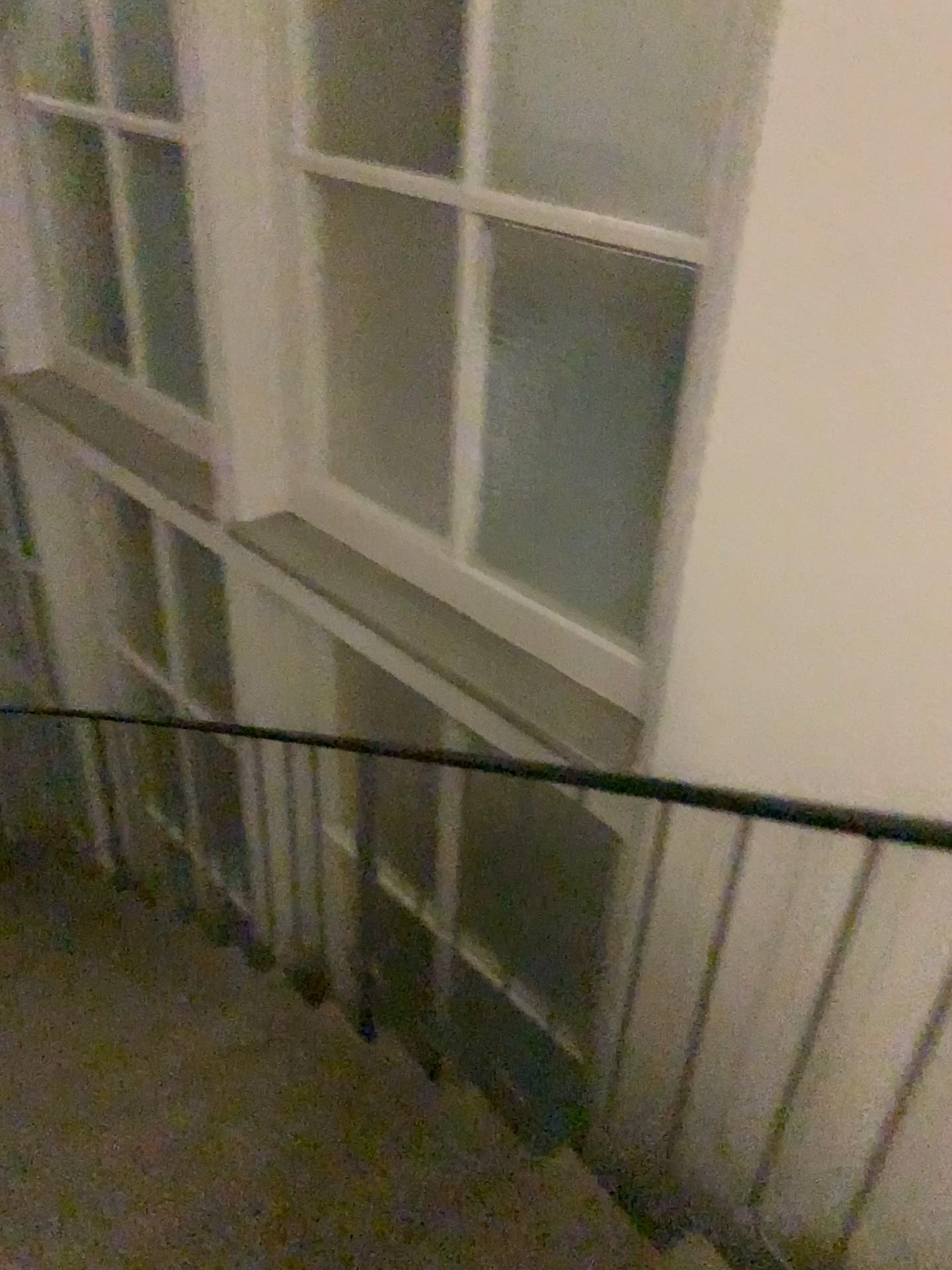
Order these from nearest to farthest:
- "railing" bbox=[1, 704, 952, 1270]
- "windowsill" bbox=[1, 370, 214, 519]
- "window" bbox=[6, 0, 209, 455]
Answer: "railing" bbox=[1, 704, 952, 1270], "window" bbox=[6, 0, 209, 455], "windowsill" bbox=[1, 370, 214, 519]

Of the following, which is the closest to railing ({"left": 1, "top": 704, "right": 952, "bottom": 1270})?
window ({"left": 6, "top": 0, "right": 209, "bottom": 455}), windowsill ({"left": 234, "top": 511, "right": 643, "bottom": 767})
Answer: windowsill ({"left": 234, "top": 511, "right": 643, "bottom": 767})

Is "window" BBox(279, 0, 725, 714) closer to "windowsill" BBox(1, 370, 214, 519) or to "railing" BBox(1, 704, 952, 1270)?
"railing" BBox(1, 704, 952, 1270)

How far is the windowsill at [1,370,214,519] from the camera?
3.8 meters

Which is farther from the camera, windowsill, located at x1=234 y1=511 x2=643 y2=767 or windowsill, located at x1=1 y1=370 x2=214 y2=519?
windowsill, located at x1=1 y1=370 x2=214 y2=519

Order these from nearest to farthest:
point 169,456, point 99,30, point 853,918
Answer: point 853,918 → point 99,30 → point 169,456

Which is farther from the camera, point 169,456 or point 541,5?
point 169,456

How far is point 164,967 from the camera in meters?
3.5

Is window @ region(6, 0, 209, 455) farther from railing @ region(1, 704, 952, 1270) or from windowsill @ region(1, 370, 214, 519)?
railing @ region(1, 704, 952, 1270)

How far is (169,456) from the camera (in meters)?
3.75
